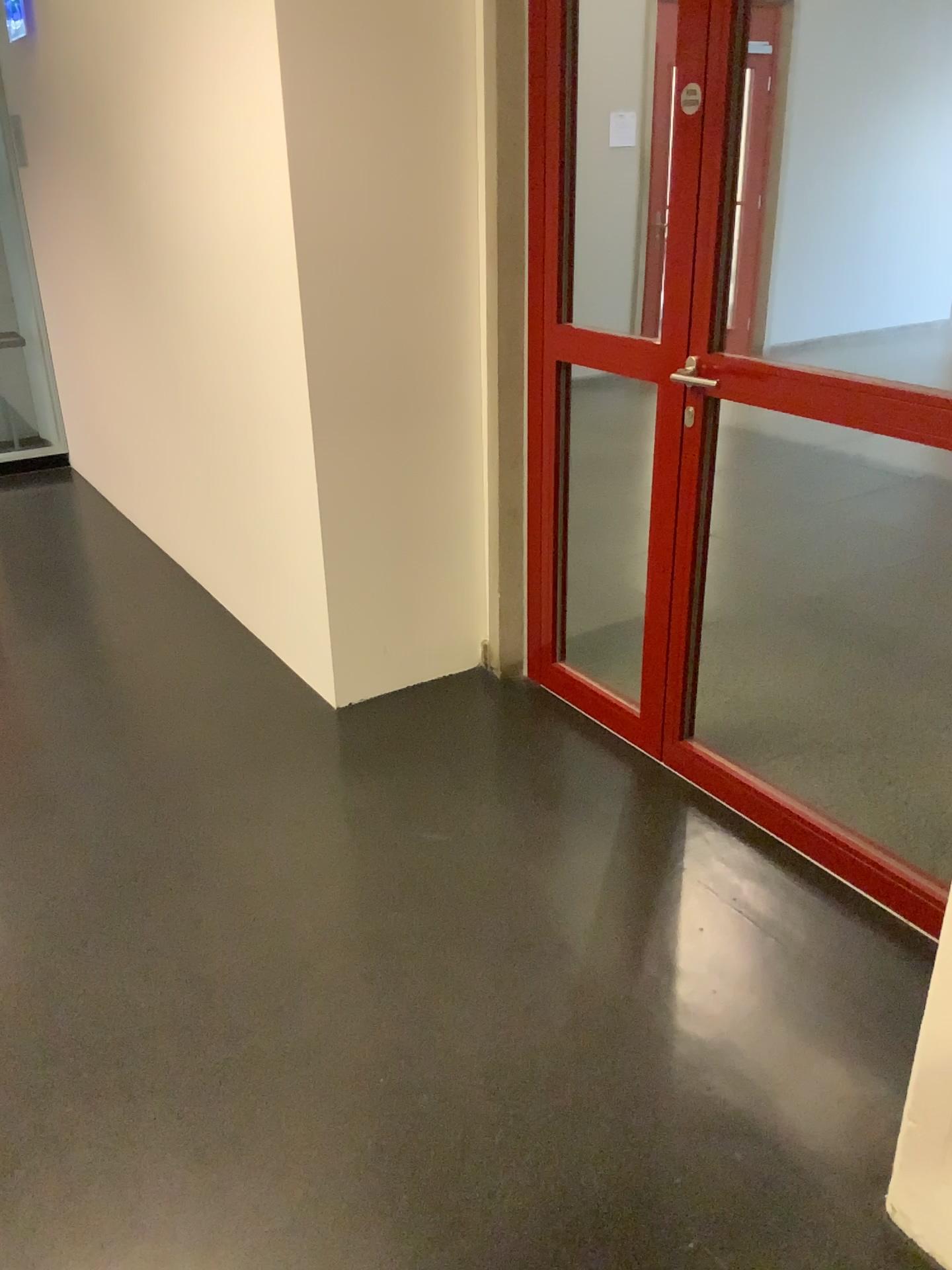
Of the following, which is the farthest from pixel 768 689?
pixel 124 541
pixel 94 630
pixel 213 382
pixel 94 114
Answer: pixel 94 114
